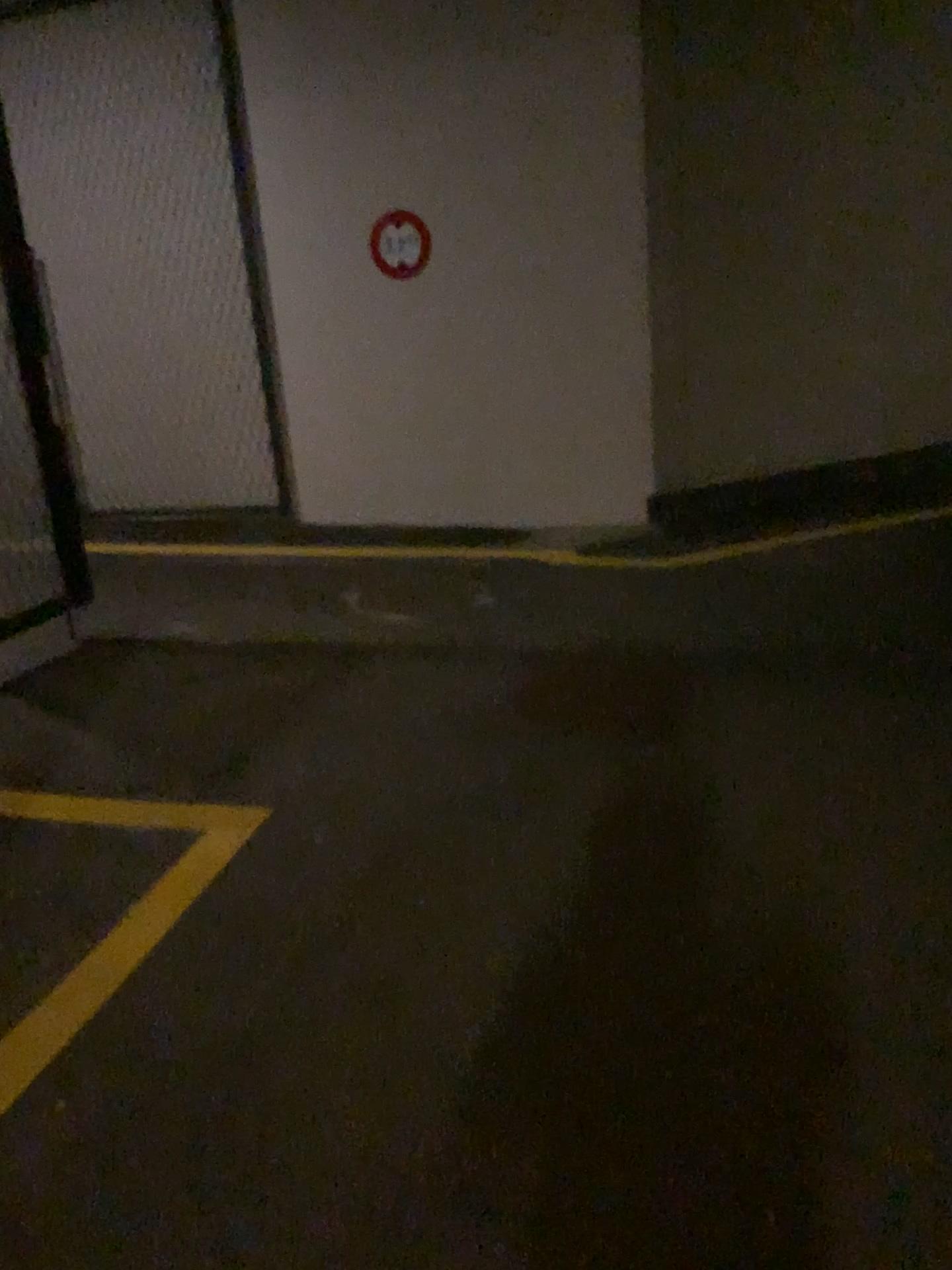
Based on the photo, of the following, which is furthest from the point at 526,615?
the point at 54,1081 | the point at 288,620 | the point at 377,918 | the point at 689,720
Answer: the point at 54,1081
